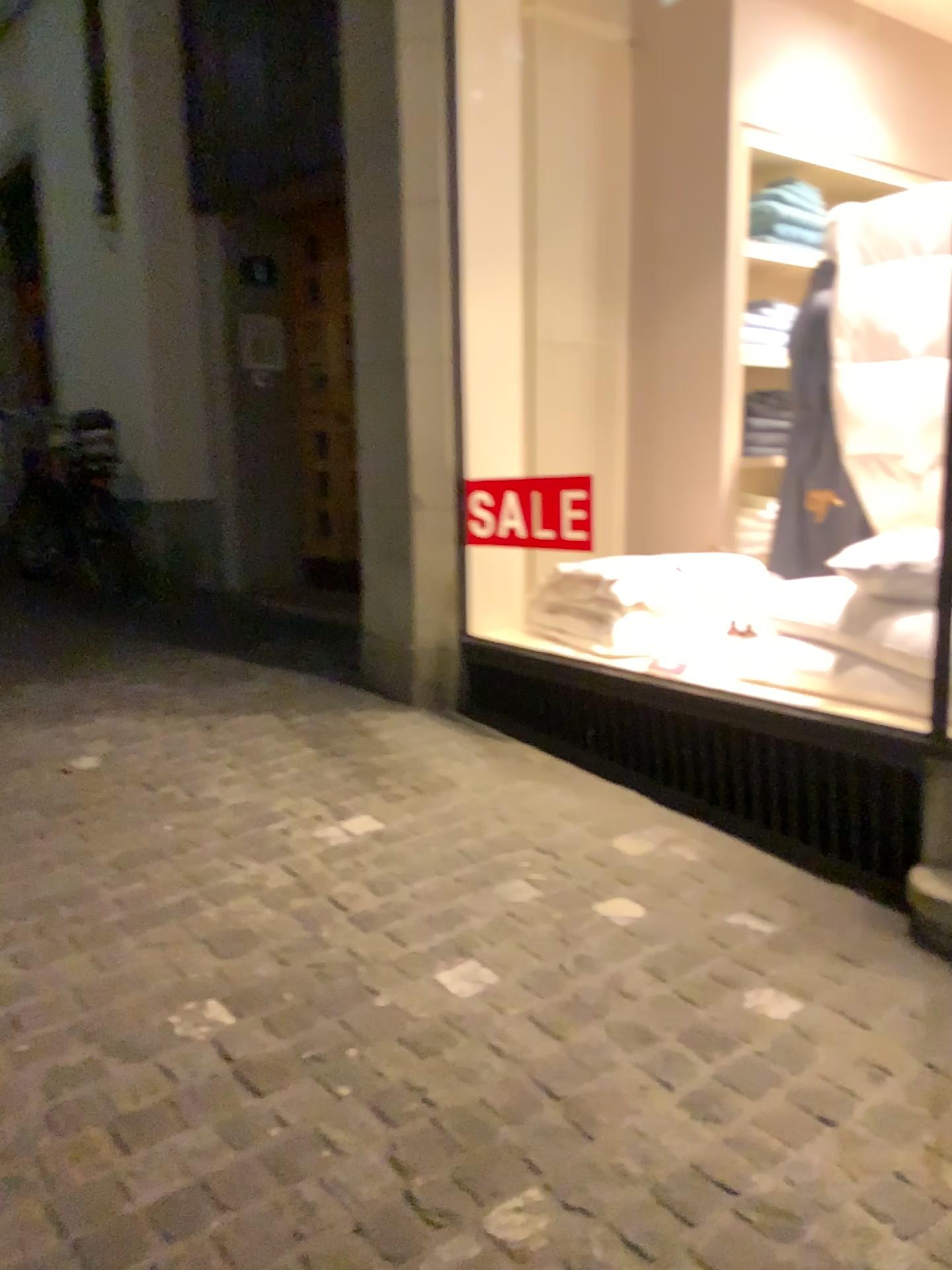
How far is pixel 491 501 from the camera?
3.6 meters

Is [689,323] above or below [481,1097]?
above

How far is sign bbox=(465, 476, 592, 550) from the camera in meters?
3.6 m
